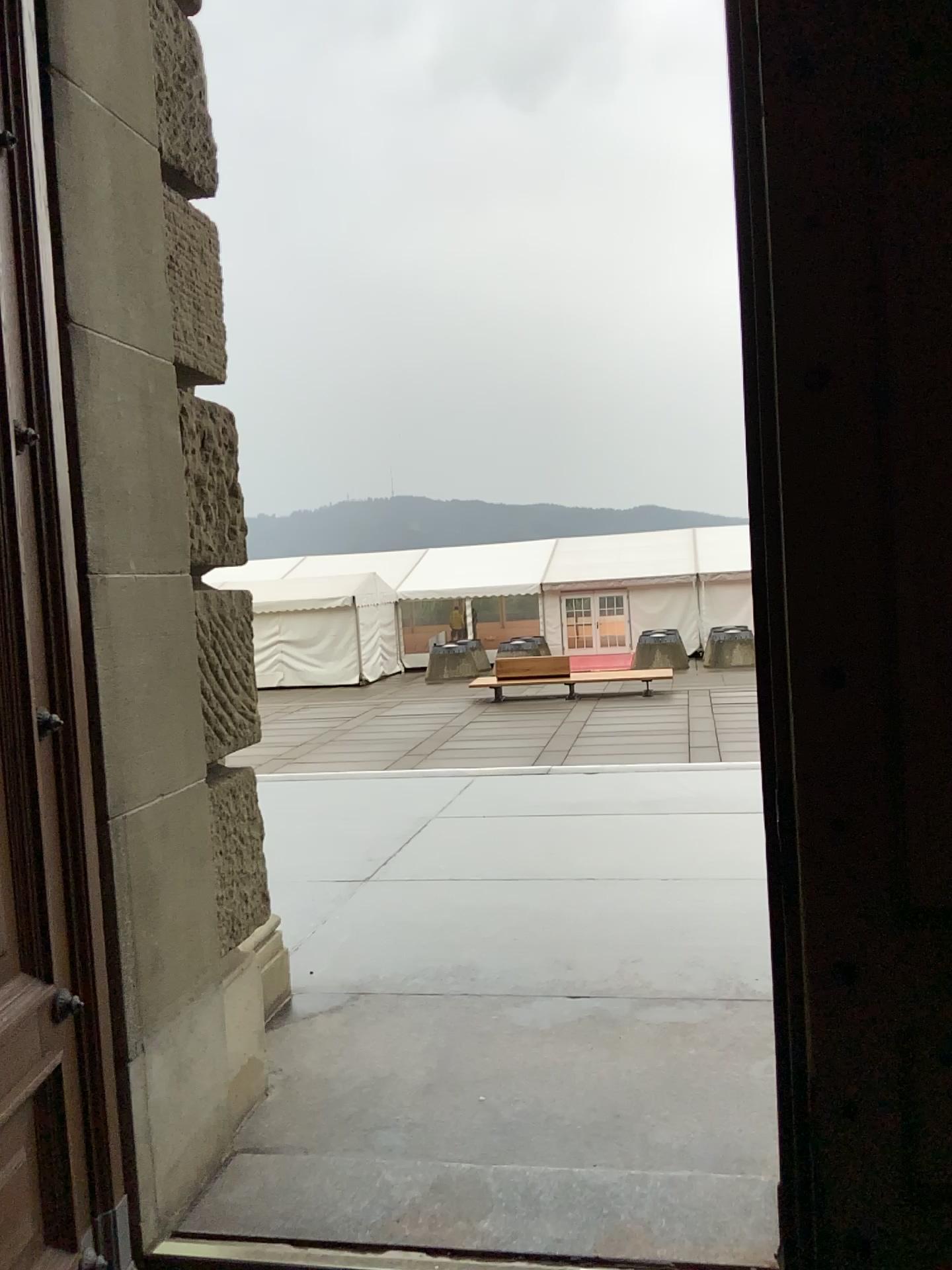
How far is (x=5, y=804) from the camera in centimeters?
182cm

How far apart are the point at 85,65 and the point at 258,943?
2.3 meters

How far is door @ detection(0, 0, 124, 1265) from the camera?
1.82m

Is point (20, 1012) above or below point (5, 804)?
below
